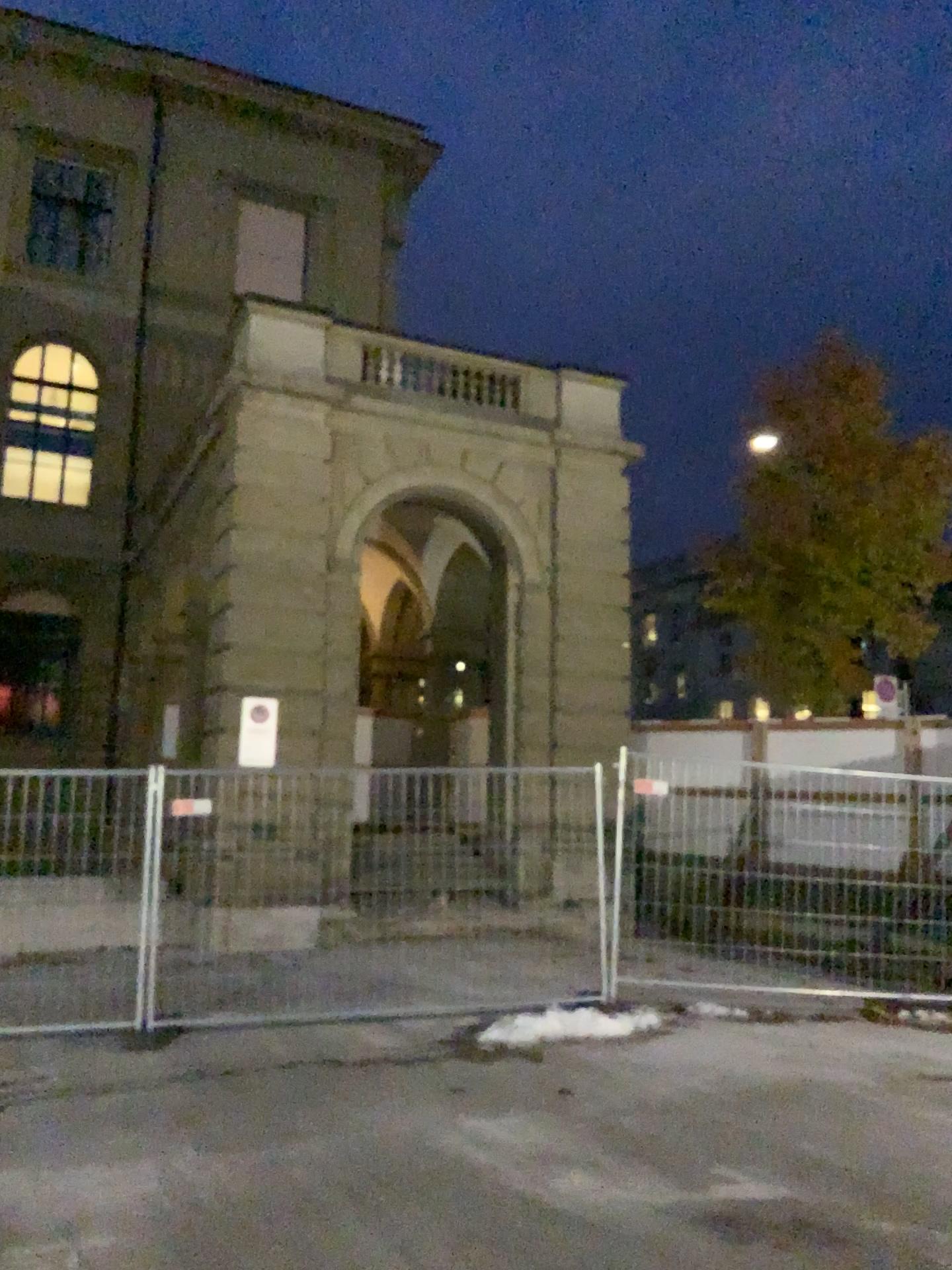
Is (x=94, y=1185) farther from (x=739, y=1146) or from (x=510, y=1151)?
(x=739, y=1146)
